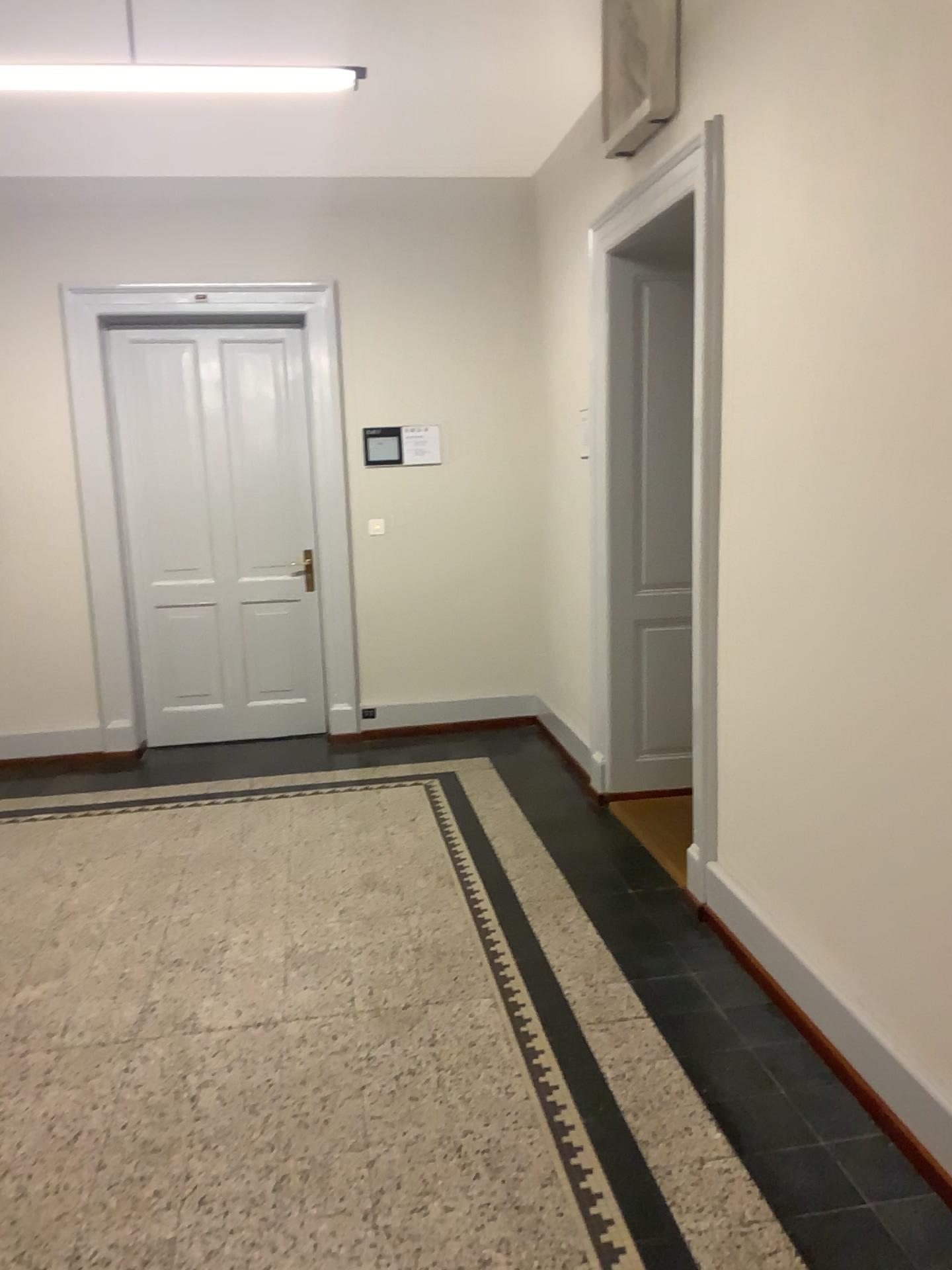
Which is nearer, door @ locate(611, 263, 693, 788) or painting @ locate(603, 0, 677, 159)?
painting @ locate(603, 0, 677, 159)

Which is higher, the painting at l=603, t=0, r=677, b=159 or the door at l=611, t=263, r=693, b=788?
the painting at l=603, t=0, r=677, b=159

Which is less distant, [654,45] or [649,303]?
[654,45]

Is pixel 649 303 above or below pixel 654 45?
below

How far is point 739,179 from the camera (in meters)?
3.04
